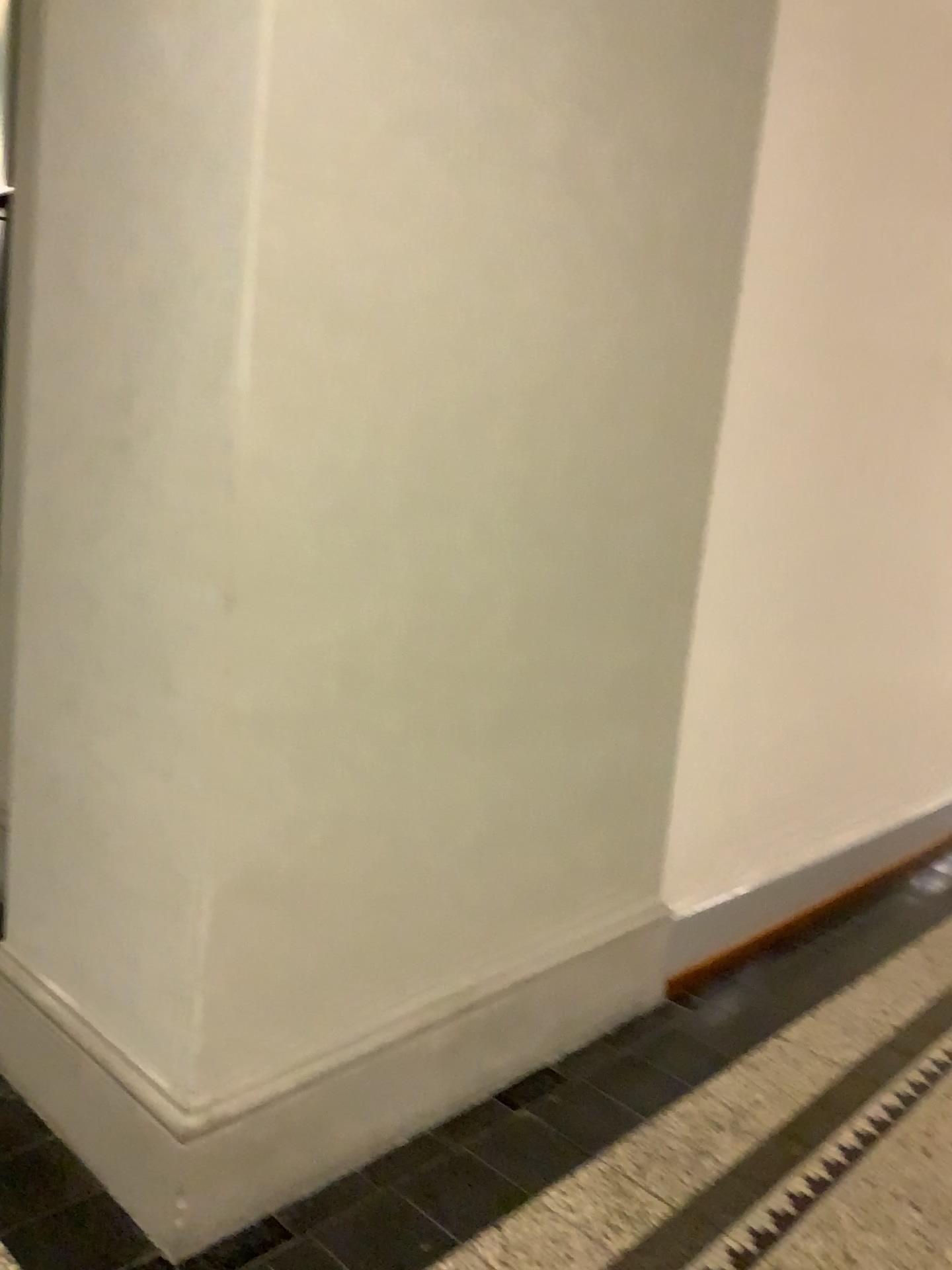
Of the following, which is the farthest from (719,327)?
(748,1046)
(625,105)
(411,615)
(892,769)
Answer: (892,769)
